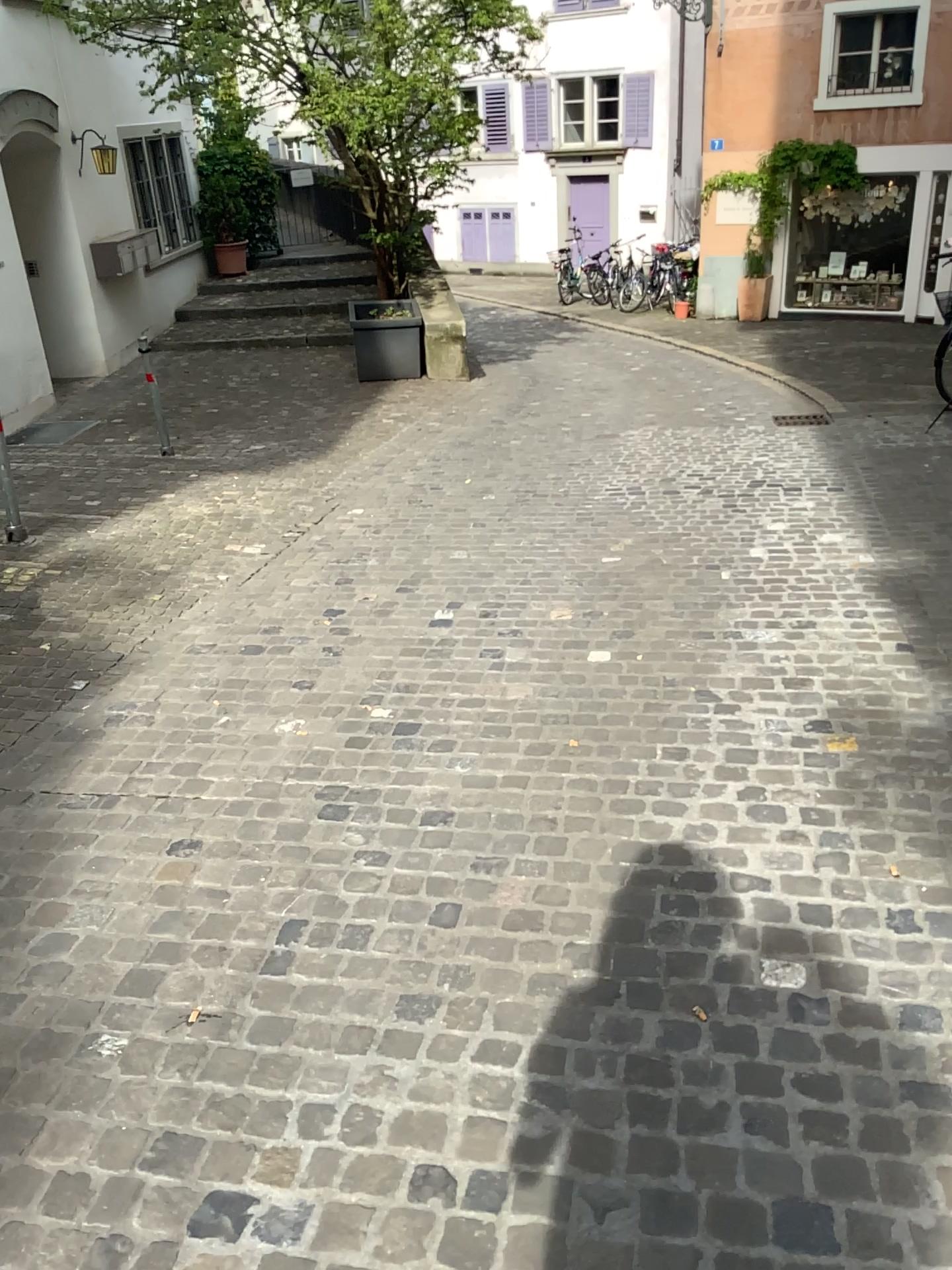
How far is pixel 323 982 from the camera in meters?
2.3 m
